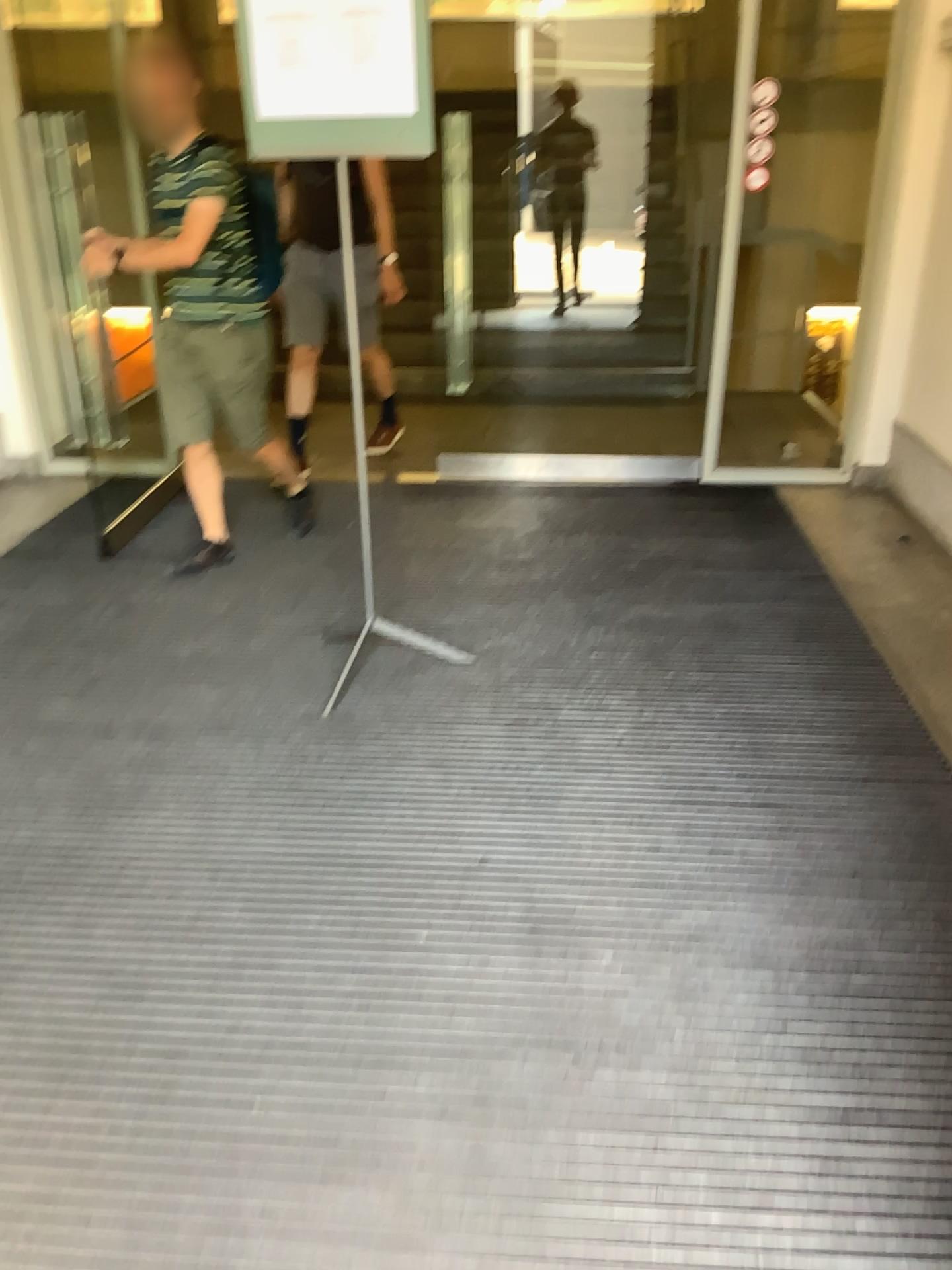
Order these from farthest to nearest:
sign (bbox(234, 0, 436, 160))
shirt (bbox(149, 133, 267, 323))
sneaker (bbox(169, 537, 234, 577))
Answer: sneaker (bbox(169, 537, 234, 577)) < shirt (bbox(149, 133, 267, 323)) < sign (bbox(234, 0, 436, 160))

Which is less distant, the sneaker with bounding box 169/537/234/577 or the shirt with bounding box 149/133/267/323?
the shirt with bounding box 149/133/267/323

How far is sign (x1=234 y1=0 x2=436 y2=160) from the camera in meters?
2.5

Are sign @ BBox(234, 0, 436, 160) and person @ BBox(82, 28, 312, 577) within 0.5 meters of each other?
no

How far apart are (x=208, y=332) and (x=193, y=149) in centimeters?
60cm

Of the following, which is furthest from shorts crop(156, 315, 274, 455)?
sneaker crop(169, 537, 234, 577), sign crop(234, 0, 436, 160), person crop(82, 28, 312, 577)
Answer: sign crop(234, 0, 436, 160)

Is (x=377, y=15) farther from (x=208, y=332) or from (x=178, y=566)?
(x=178, y=566)

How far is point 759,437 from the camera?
5.4 meters

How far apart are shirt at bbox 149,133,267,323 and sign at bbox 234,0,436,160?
0.9m

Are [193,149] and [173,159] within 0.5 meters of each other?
yes
